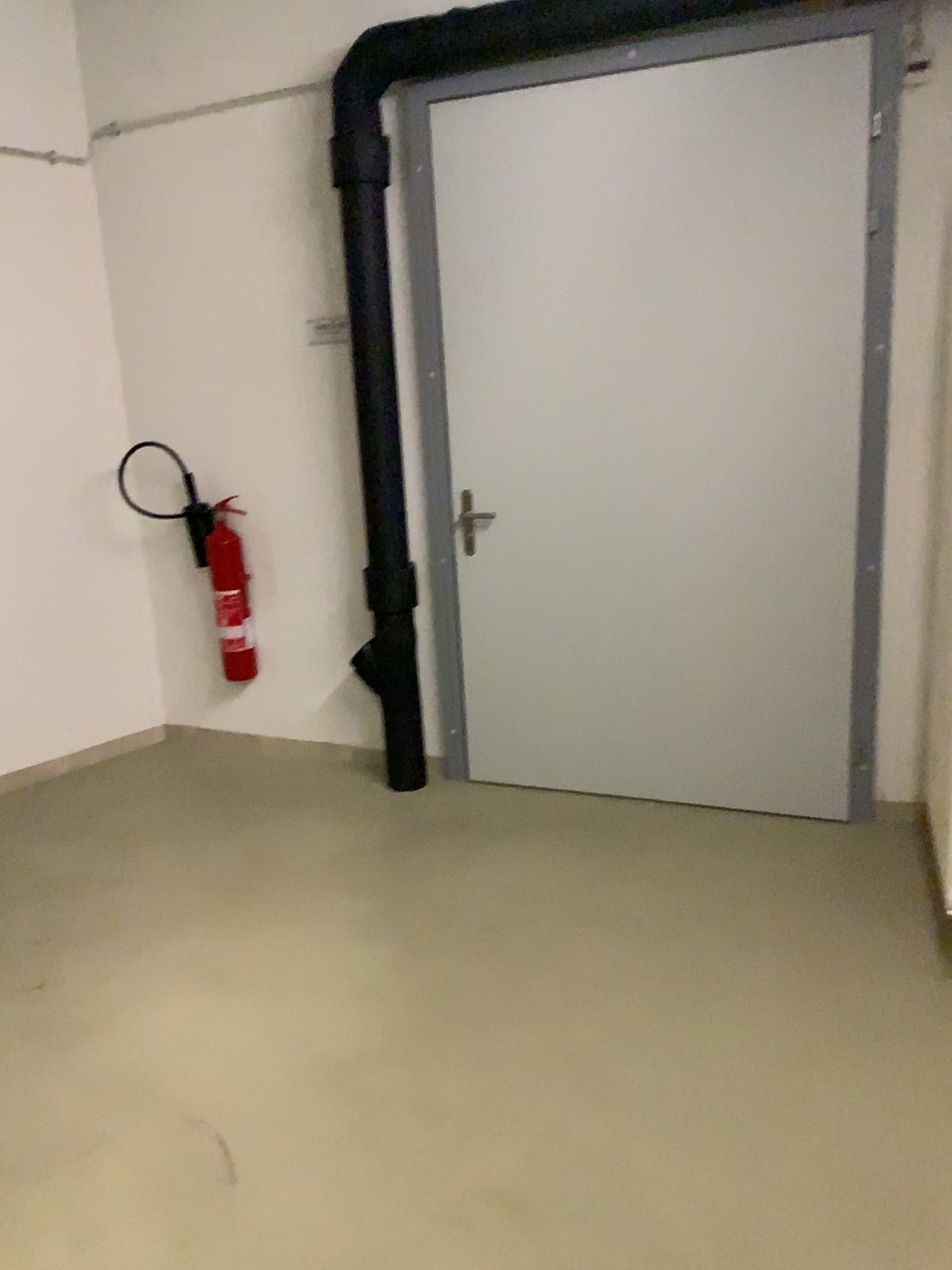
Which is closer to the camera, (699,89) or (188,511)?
(699,89)

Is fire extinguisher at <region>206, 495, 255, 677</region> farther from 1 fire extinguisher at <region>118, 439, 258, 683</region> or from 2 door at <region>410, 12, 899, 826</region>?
2 door at <region>410, 12, 899, 826</region>

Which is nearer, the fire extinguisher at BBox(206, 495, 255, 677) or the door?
the door

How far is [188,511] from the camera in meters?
4.2

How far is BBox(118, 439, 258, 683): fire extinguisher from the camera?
4.2 meters

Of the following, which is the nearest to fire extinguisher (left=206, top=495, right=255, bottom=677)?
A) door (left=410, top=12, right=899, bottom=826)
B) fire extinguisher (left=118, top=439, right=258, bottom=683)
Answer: fire extinguisher (left=118, top=439, right=258, bottom=683)

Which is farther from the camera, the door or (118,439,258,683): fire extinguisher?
(118,439,258,683): fire extinguisher

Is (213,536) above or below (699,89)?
below

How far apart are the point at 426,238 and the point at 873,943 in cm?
255
